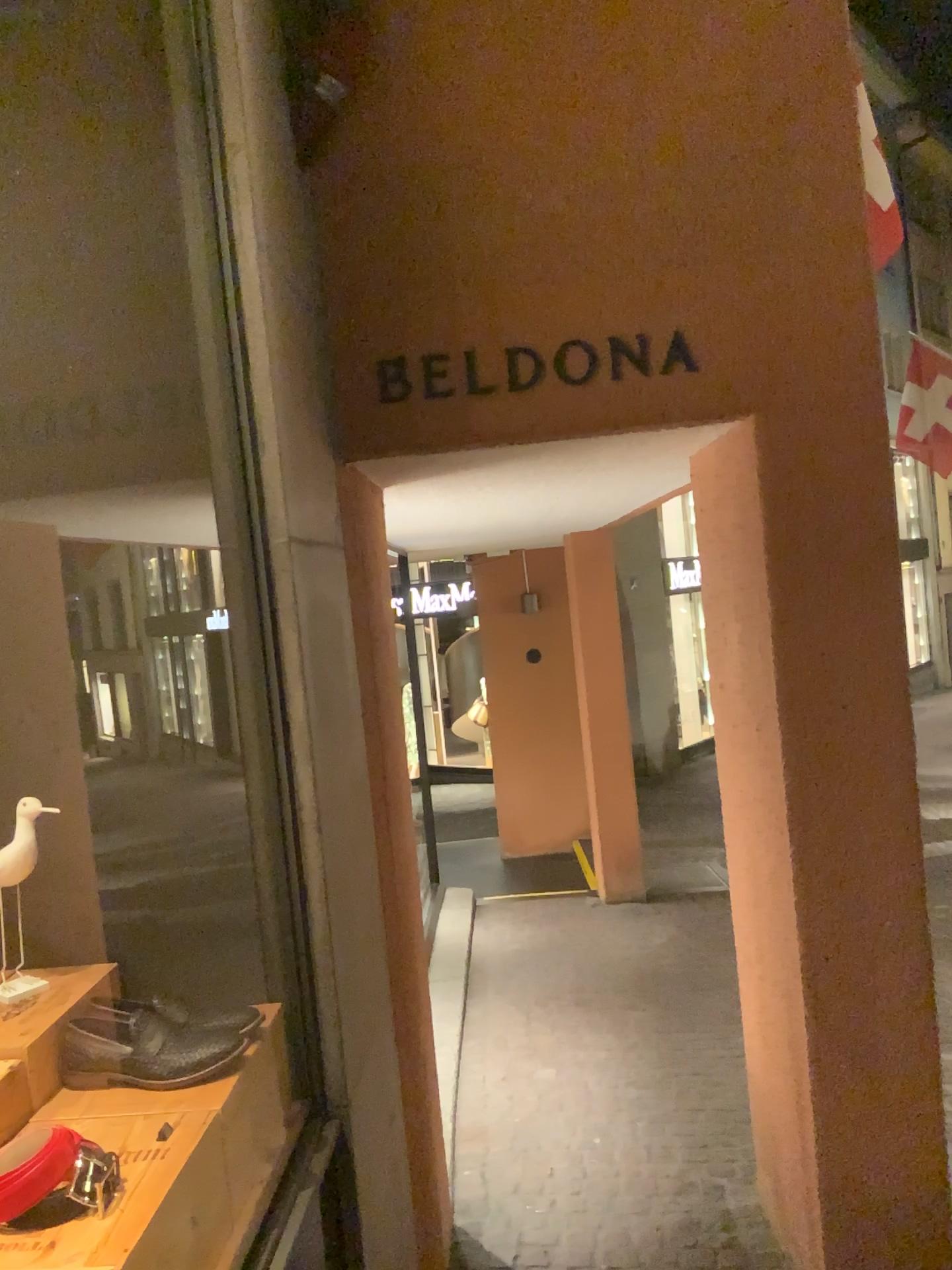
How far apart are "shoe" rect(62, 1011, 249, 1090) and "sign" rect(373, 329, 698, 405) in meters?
1.3 m

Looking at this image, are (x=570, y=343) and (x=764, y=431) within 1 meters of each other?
yes

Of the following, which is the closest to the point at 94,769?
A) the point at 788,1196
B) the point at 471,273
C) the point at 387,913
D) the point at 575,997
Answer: the point at 387,913

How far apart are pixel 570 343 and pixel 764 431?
0.5m

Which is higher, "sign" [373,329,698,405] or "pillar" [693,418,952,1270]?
"sign" [373,329,698,405]

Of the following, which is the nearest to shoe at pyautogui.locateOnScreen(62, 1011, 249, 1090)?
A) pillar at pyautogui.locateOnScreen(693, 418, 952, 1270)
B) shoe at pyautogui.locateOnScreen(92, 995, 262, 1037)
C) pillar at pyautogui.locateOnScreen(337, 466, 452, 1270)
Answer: shoe at pyautogui.locateOnScreen(92, 995, 262, 1037)

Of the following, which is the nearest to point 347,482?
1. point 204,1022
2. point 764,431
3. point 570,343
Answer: point 570,343

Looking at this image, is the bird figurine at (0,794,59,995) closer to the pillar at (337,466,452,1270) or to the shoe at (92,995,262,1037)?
the shoe at (92,995,262,1037)

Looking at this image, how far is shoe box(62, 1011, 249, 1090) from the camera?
1.54m

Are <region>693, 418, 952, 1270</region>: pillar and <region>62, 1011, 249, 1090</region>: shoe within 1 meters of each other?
no
